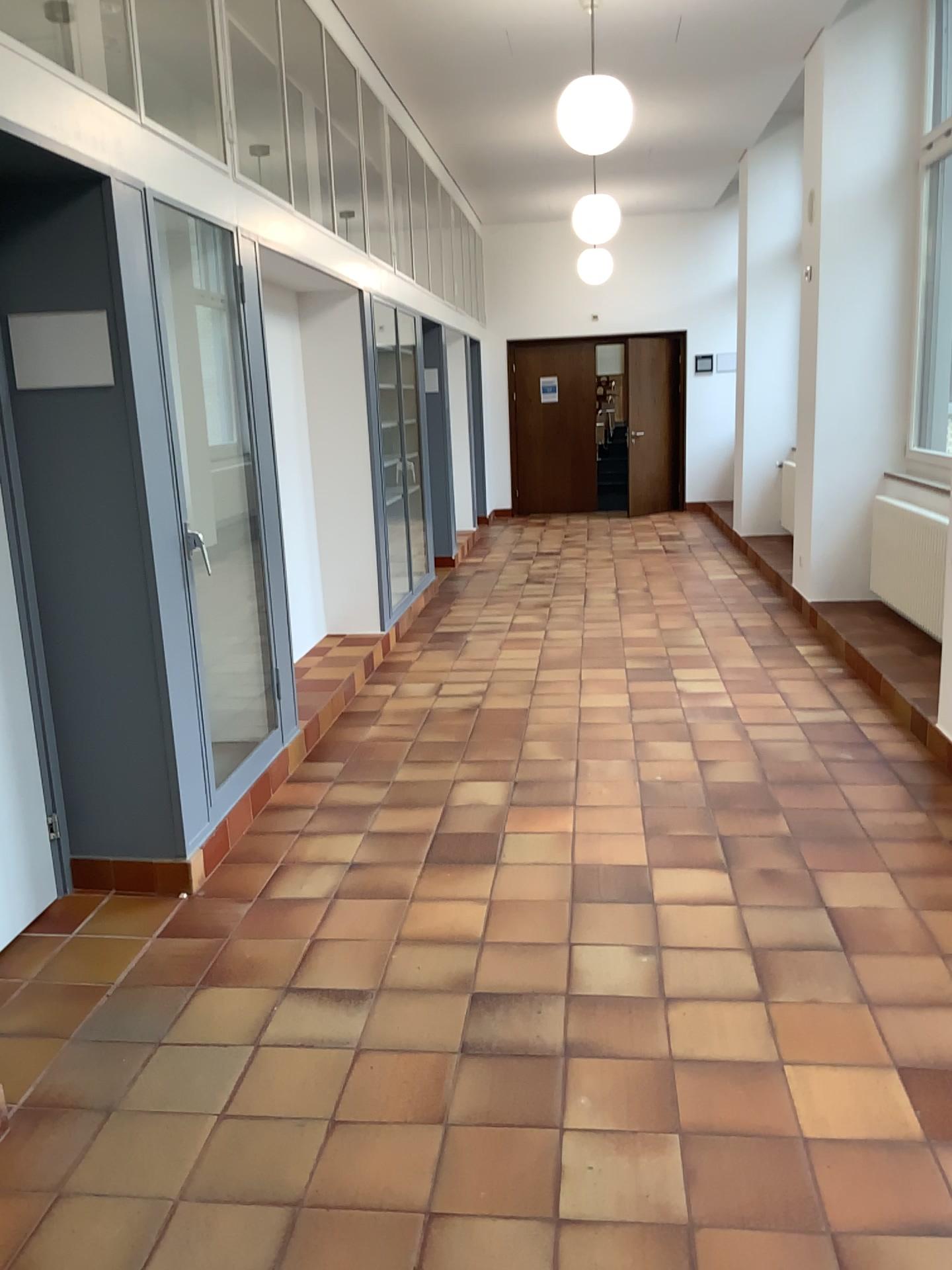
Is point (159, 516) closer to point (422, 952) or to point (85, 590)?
point (85, 590)

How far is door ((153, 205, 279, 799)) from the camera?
3.97m

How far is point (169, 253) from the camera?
4.0m
